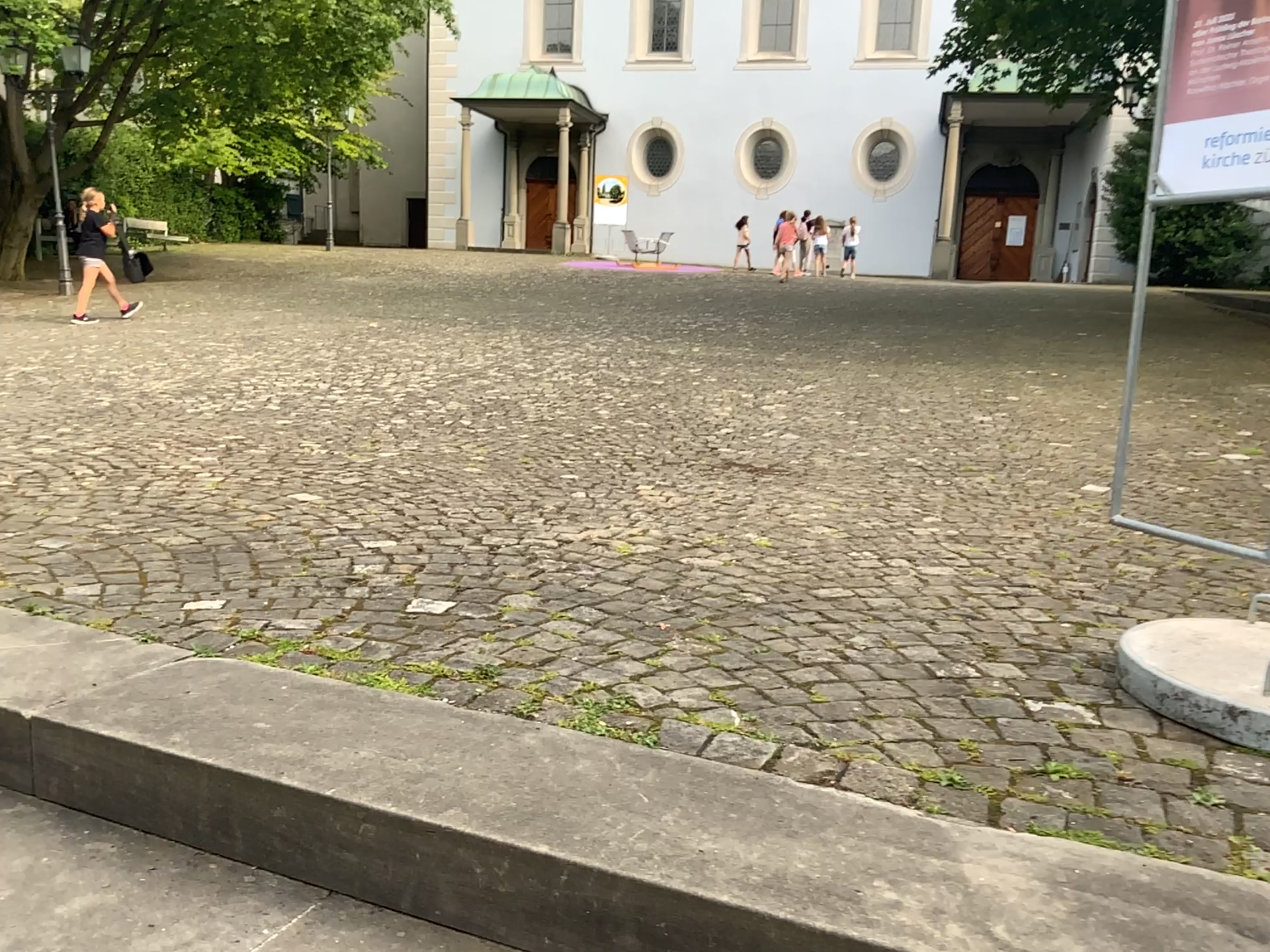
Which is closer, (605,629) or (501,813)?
(501,813)
